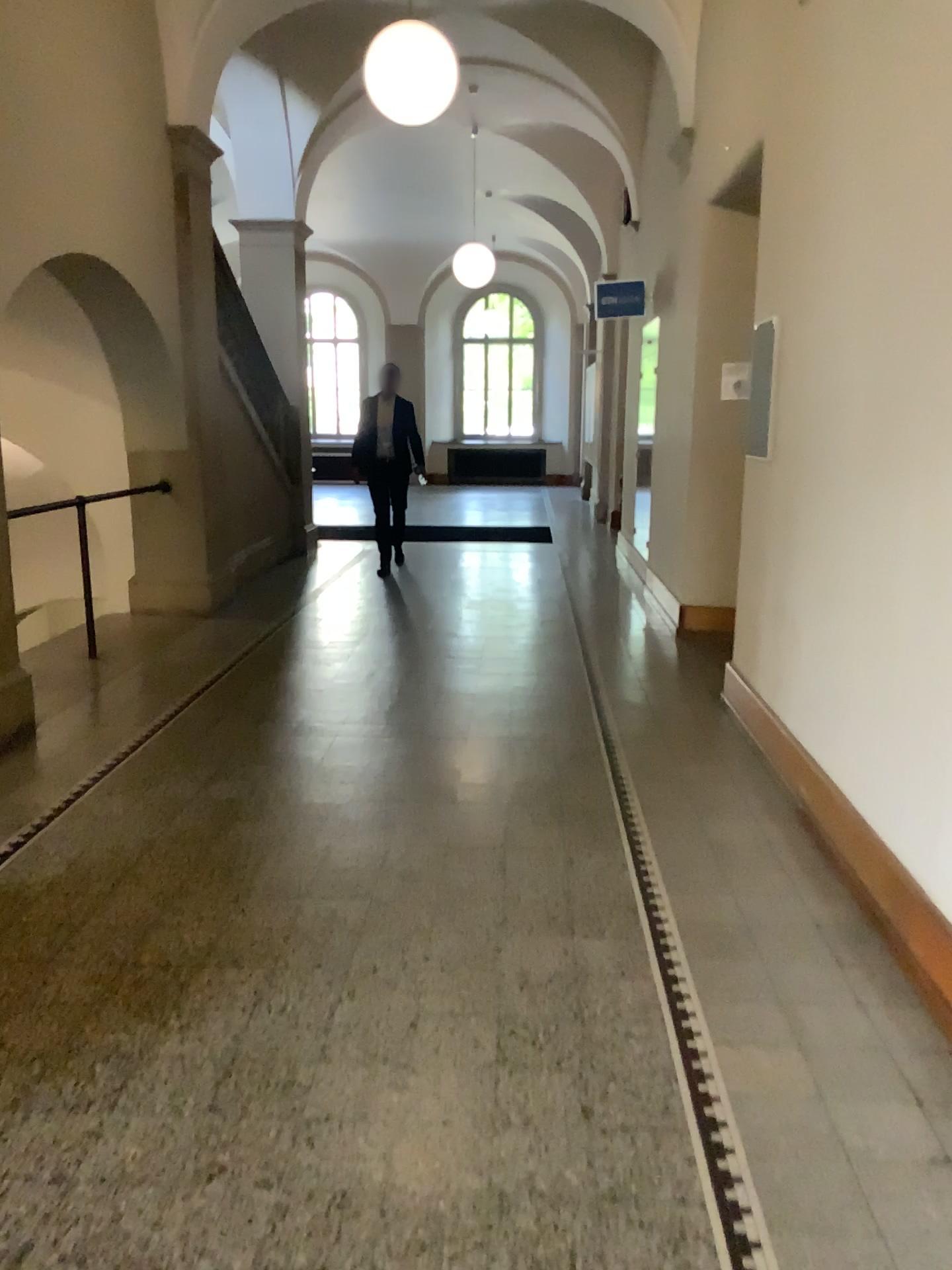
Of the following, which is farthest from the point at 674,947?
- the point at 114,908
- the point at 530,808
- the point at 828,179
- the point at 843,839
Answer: the point at 828,179
